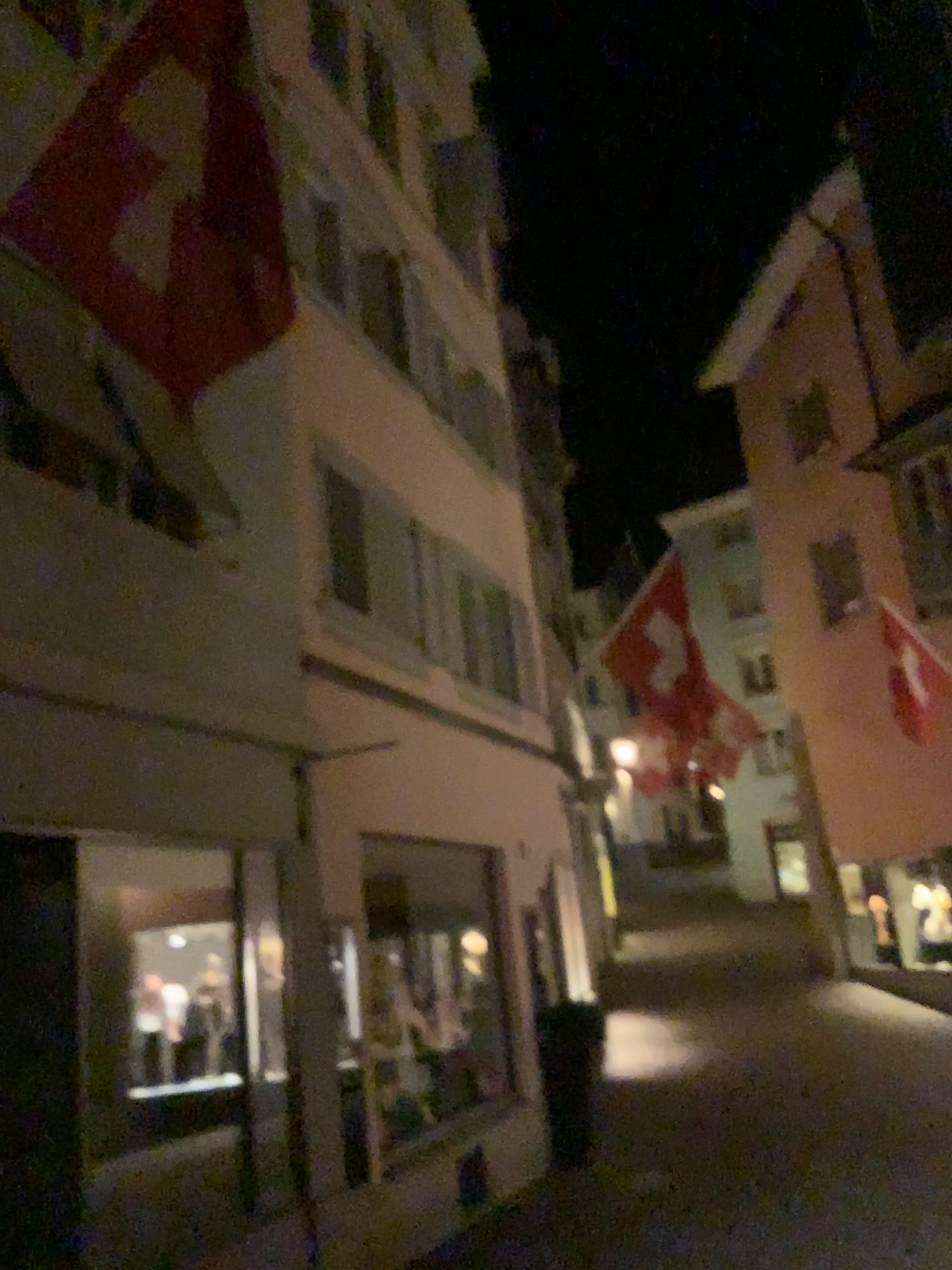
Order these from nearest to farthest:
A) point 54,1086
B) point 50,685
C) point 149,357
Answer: point 149,357
point 54,1086
point 50,685
